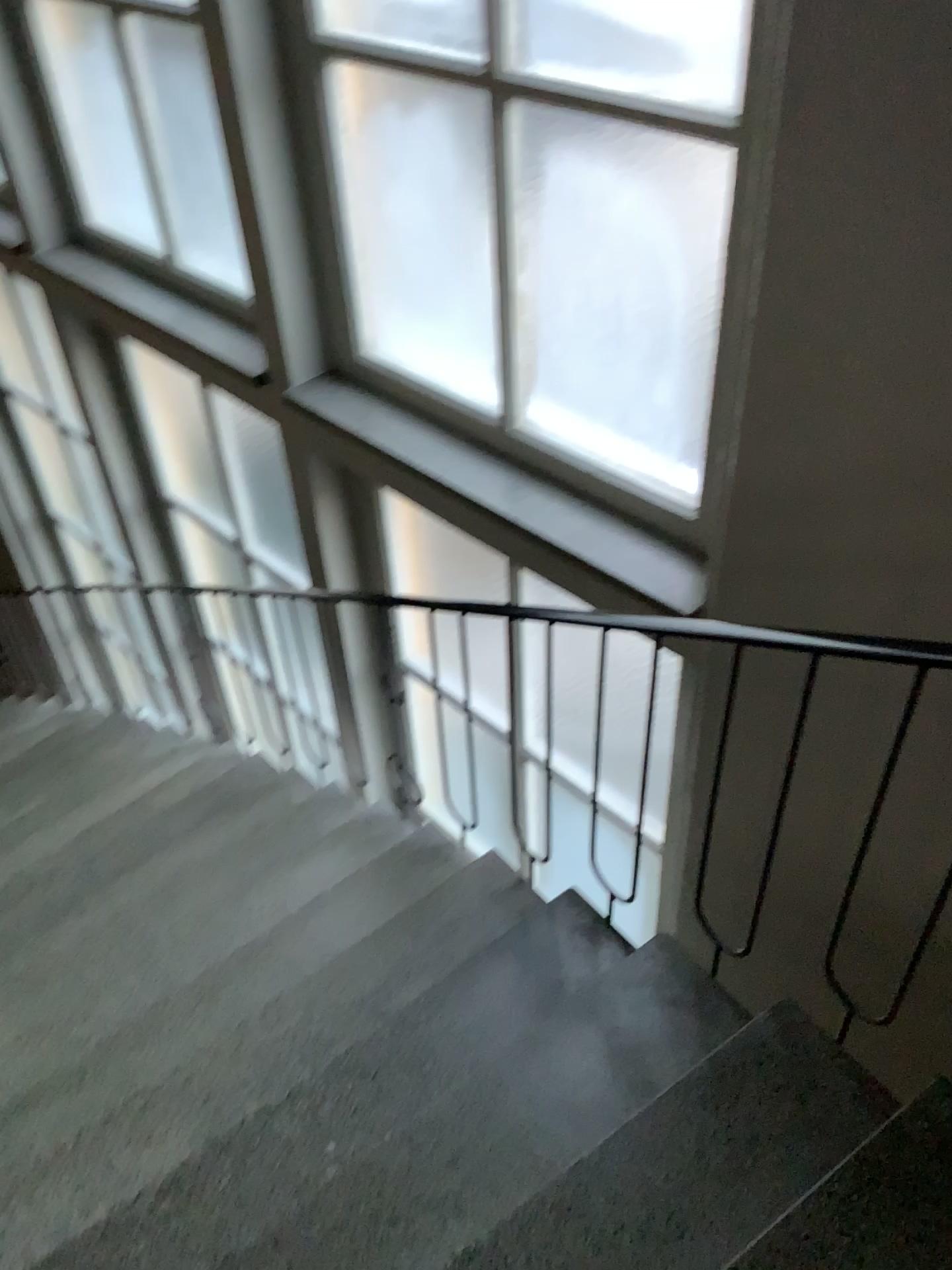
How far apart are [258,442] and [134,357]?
0.8m

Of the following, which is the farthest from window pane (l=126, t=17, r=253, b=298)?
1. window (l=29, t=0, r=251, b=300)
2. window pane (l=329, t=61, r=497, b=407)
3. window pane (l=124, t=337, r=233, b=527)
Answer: window pane (l=124, t=337, r=233, b=527)

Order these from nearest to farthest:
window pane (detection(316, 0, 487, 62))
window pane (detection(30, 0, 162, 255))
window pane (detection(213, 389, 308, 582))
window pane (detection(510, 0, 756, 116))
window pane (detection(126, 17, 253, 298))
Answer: window pane (detection(510, 0, 756, 116)) < window pane (detection(316, 0, 487, 62)) < window pane (detection(126, 17, 253, 298)) < window pane (detection(30, 0, 162, 255)) < window pane (detection(213, 389, 308, 582))

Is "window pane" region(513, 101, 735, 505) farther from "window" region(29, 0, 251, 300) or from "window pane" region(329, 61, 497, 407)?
"window" region(29, 0, 251, 300)

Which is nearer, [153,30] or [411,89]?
[411,89]

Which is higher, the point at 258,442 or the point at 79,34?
the point at 79,34

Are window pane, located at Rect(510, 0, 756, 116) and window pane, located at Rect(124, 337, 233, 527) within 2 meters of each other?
no

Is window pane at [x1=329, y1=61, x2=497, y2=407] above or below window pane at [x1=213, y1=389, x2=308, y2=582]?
above

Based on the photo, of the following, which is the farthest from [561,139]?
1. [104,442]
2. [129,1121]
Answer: [104,442]

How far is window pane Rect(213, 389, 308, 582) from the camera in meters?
4.2 m
